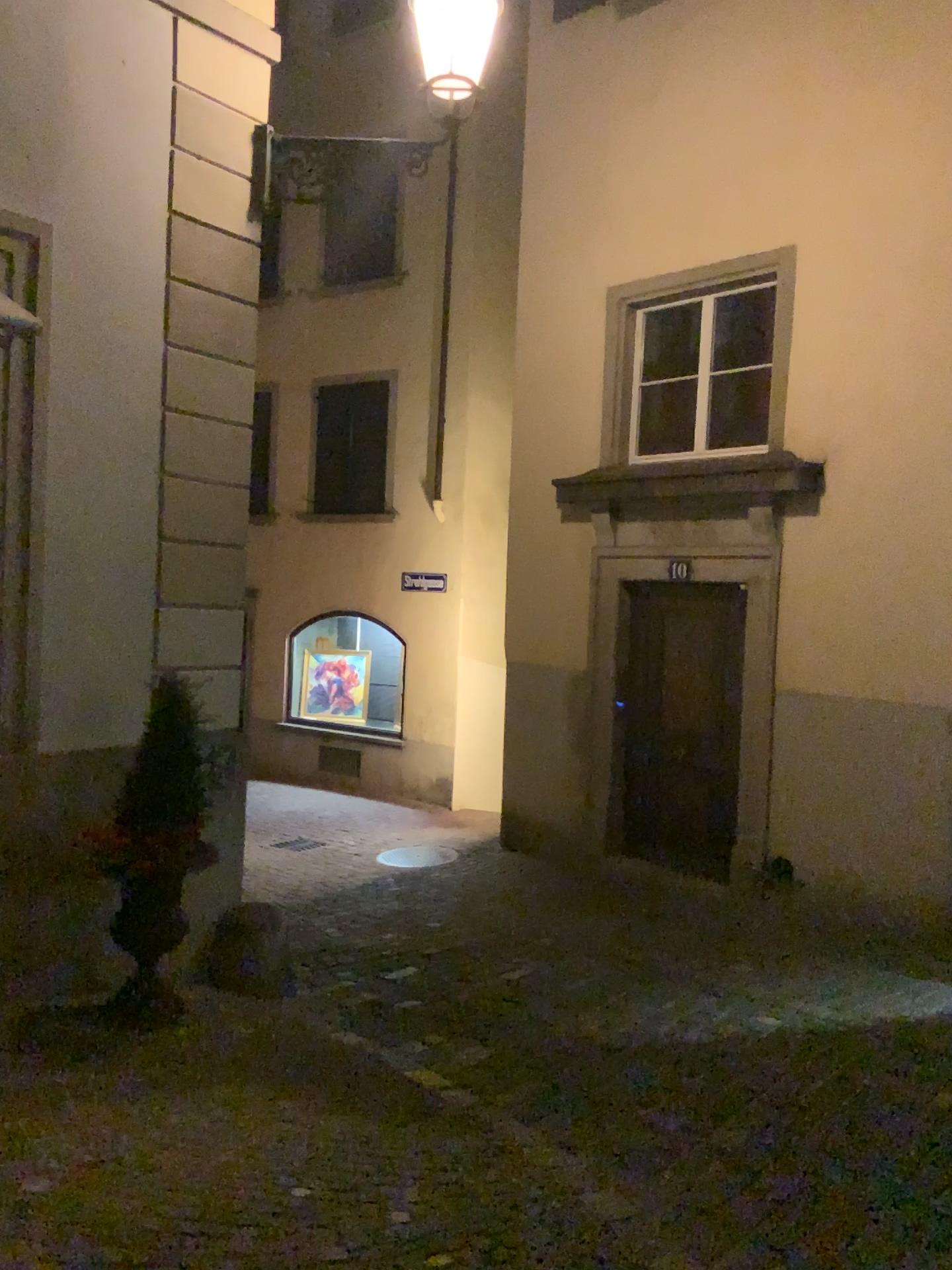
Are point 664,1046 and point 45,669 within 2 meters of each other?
no
